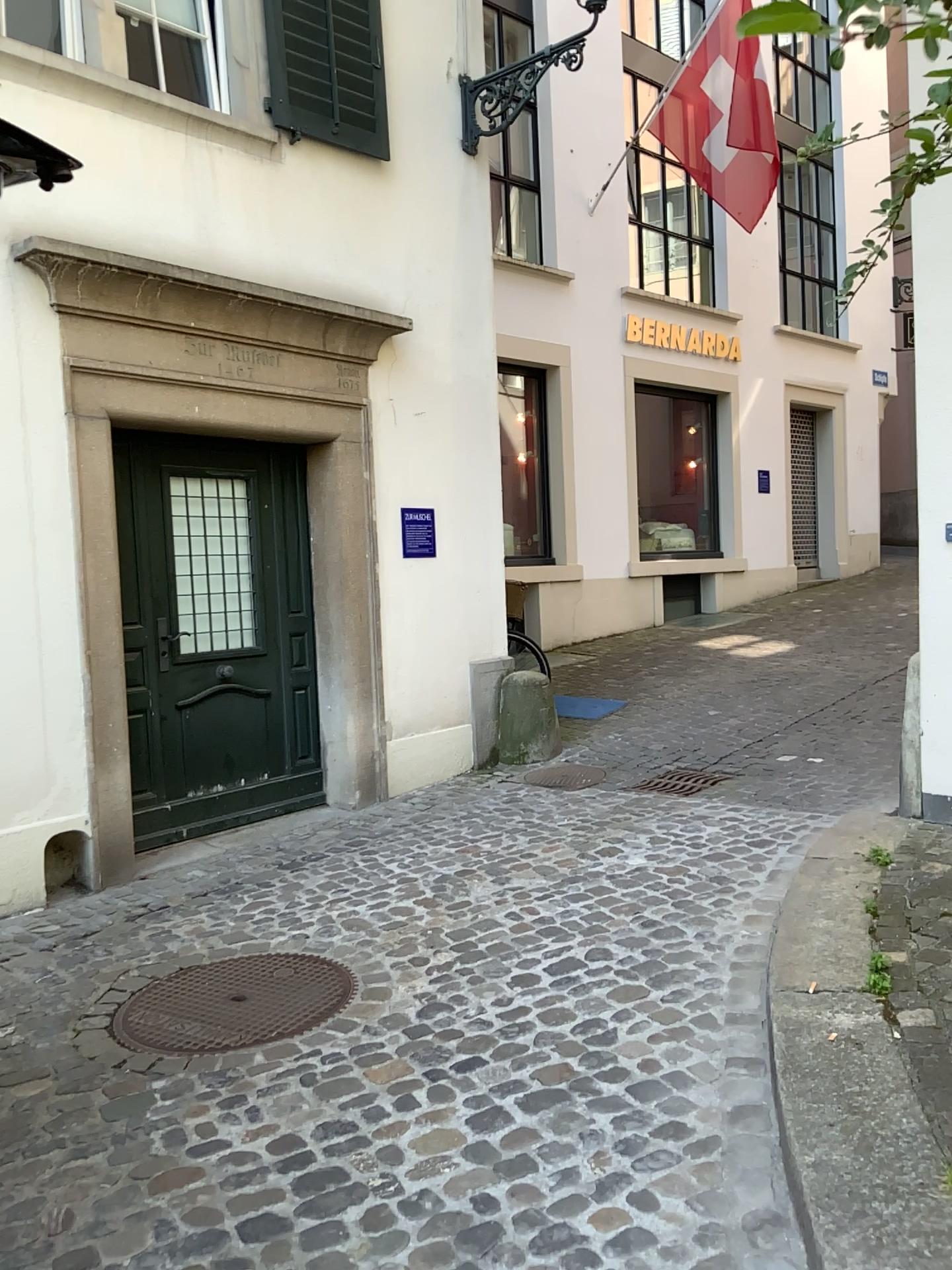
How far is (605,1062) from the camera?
2.7 meters
